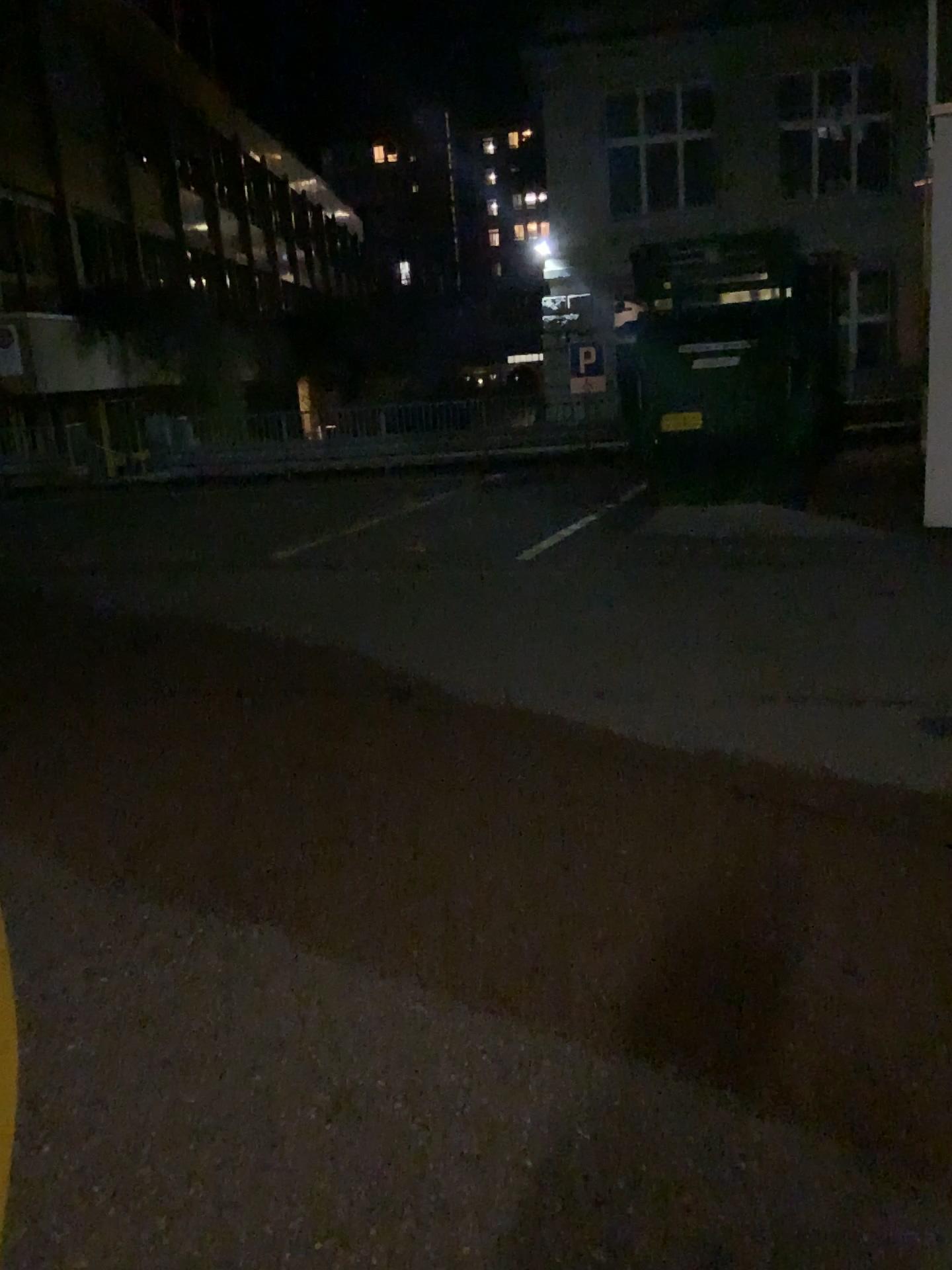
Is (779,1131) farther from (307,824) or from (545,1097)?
(307,824)
